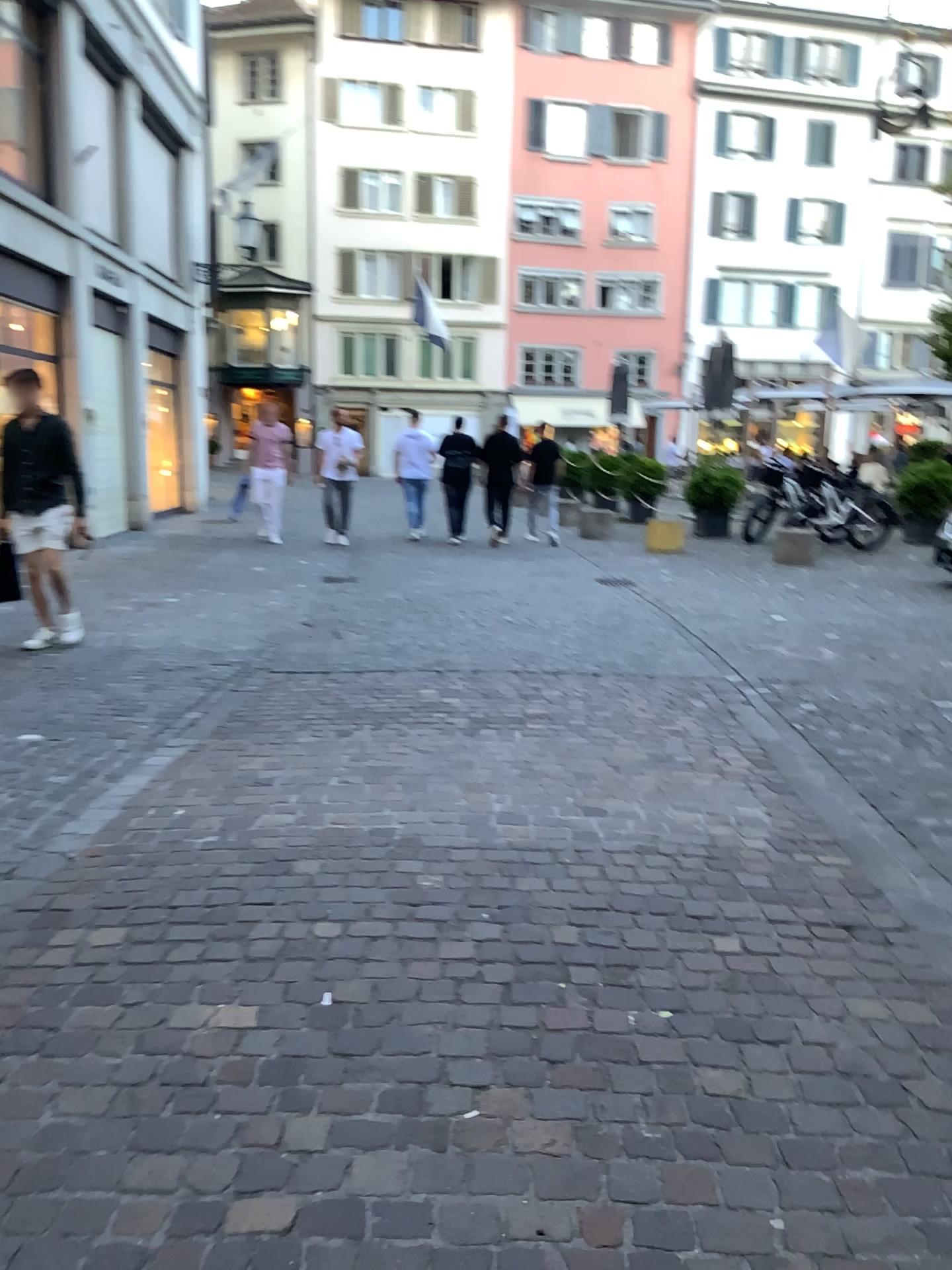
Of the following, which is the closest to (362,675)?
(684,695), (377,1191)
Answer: (684,695)
